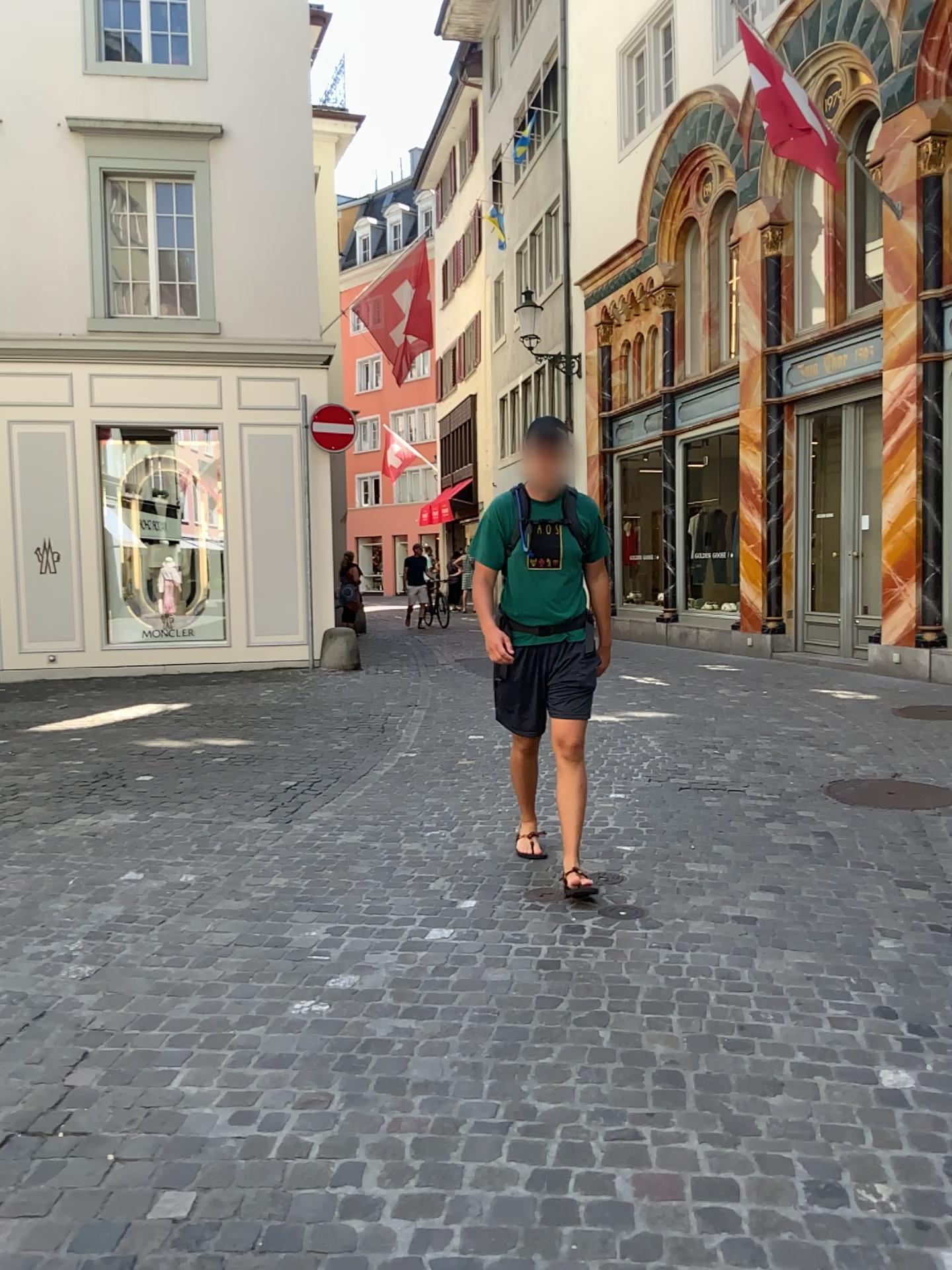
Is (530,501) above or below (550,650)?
above

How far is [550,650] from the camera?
4.3 meters

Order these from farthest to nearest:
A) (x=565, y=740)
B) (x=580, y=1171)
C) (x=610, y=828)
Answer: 1. (x=610, y=828)
2. (x=565, y=740)
3. (x=580, y=1171)

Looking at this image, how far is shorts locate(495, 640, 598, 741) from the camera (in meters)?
4.29
